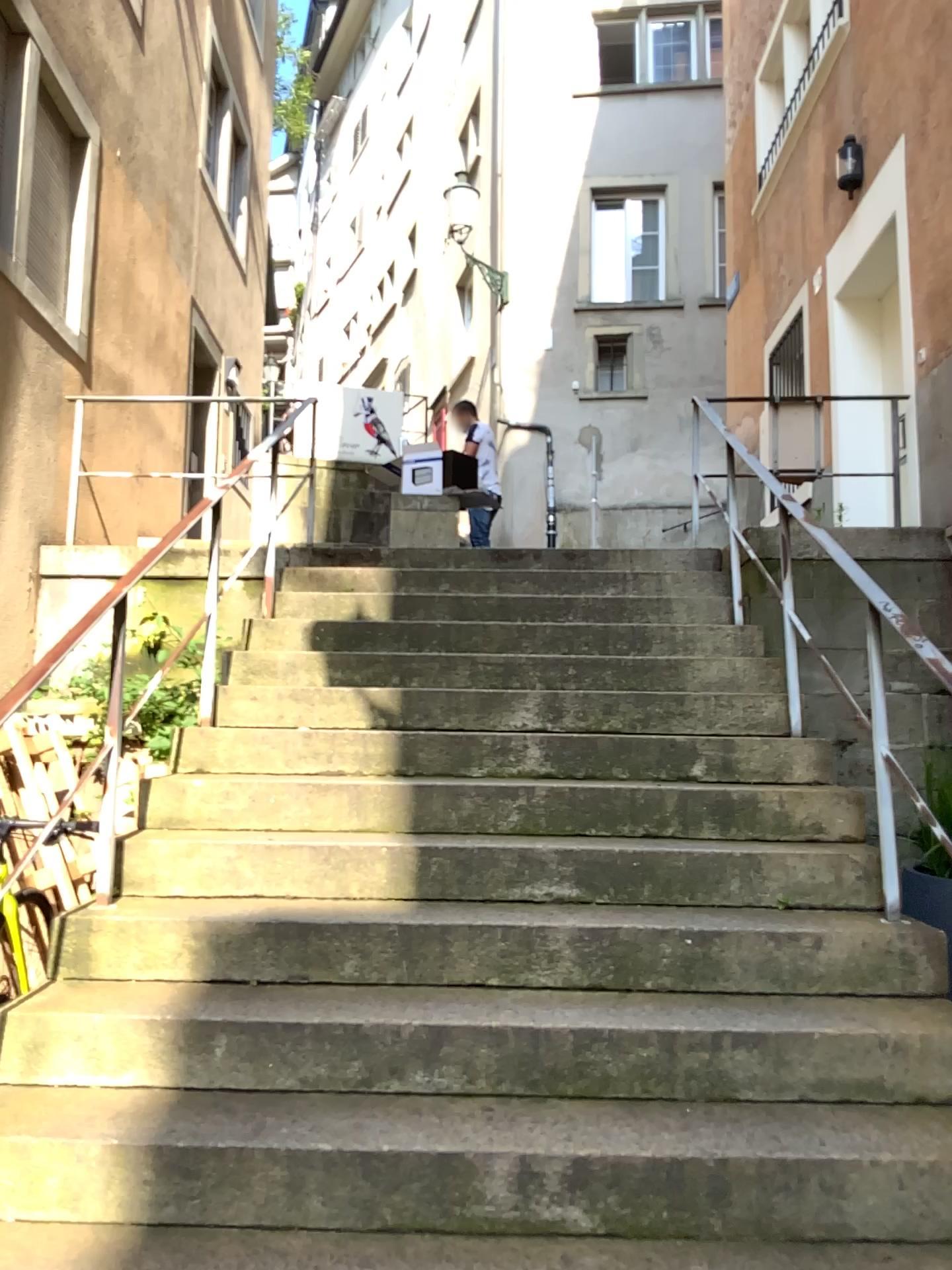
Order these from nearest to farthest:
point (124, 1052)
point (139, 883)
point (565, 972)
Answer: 1. point (124, 1052)
2. point (565, 972)
3. point (139, 883)
